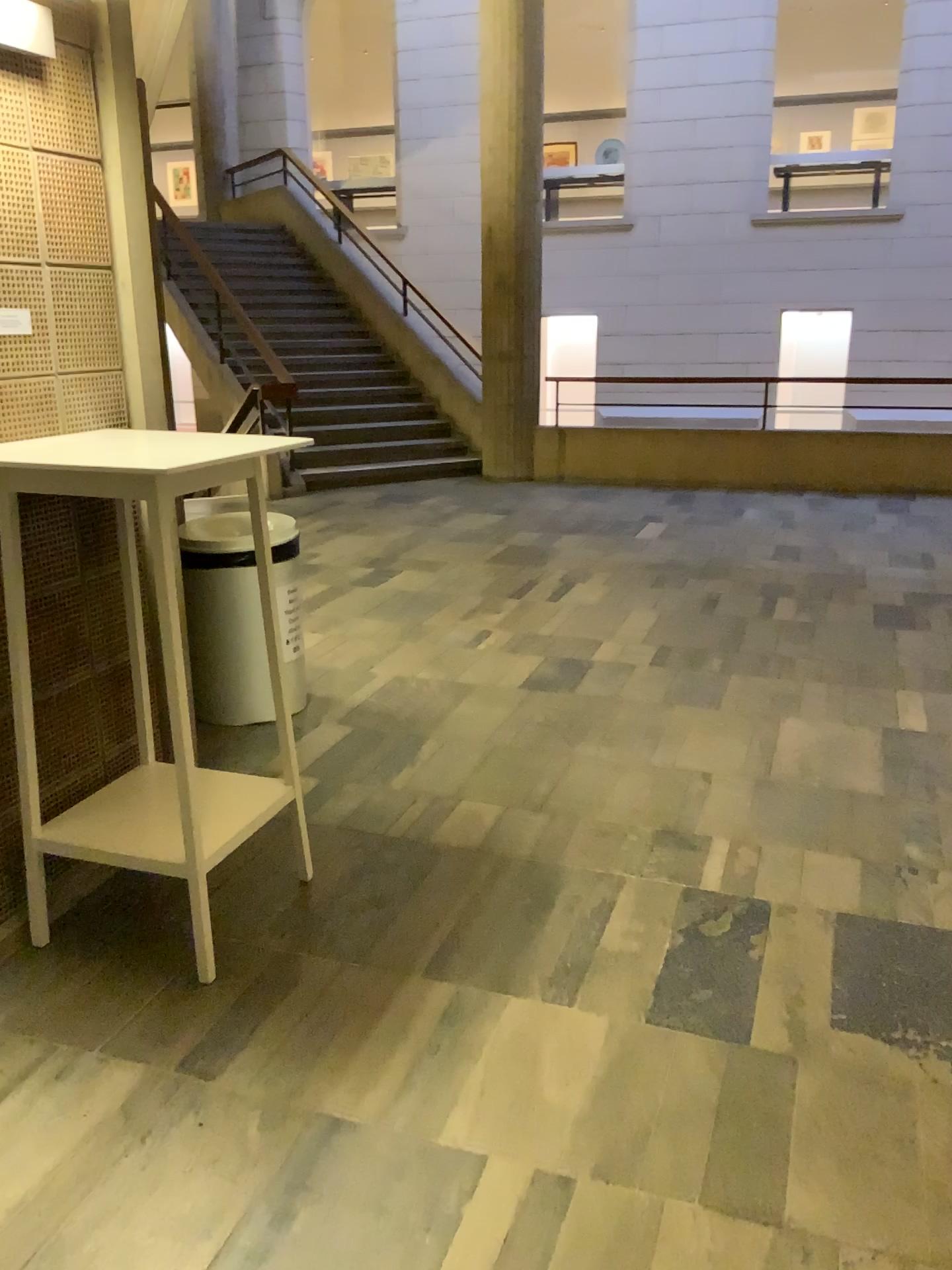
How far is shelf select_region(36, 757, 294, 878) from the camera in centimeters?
239cm

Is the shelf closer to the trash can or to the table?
the table

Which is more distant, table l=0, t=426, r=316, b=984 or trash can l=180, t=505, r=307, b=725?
trash can l=180, t=505, r=307, b=725

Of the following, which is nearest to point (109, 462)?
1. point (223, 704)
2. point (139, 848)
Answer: point (139, 848)

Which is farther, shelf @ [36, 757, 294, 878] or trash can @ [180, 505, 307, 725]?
trash can @ [180, 505, 307, 725]

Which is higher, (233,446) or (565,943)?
(233,446)

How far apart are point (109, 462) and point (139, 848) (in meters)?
0.86

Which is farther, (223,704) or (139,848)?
(223,704)

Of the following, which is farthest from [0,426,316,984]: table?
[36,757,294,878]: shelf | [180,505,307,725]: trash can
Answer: [180,505,307,725]: trash can
